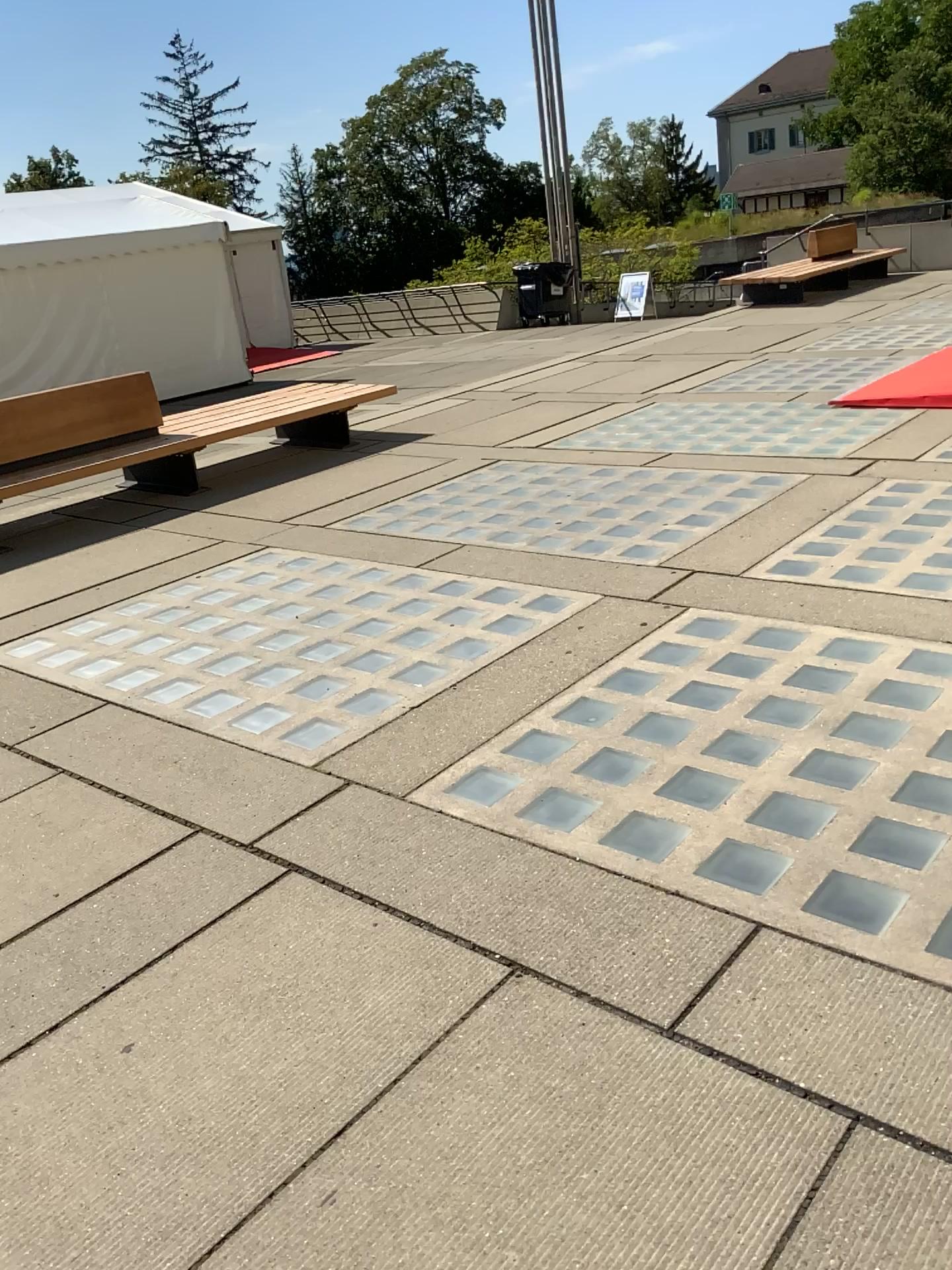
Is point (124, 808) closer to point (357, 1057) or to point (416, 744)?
point (416, 744)
